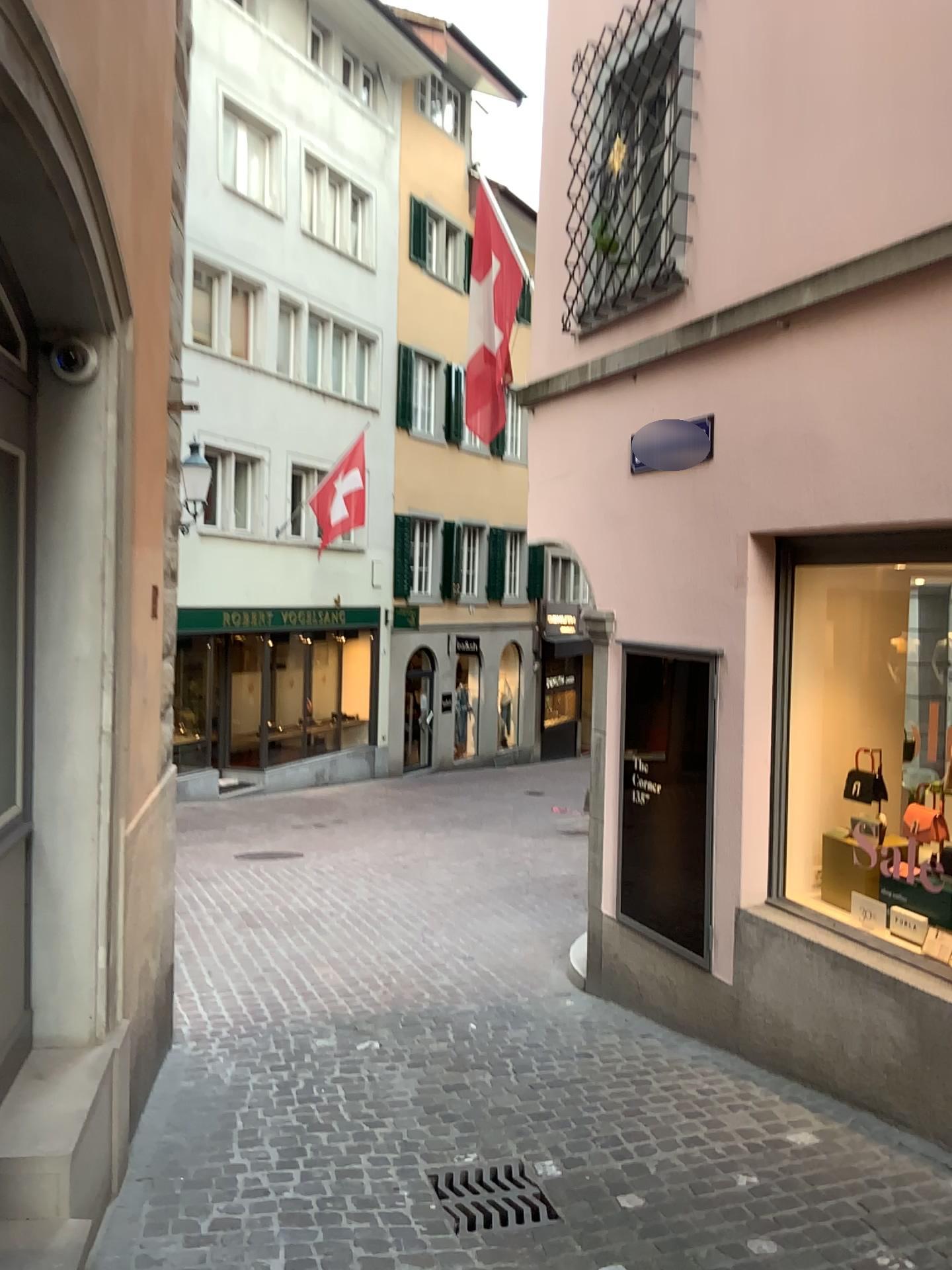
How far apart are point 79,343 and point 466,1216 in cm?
311

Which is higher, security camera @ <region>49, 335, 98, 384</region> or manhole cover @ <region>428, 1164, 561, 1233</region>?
security camera @ <region>49, 335, 98, 384</region>

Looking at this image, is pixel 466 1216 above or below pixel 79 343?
below

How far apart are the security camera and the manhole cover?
2.98m

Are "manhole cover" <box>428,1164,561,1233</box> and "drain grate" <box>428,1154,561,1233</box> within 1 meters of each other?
yes

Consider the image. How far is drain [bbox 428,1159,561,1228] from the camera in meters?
3.5

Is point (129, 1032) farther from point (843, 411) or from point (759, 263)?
point (759, 263)

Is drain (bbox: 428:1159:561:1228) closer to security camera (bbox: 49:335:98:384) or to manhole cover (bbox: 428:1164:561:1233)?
manhole cover (bbox: 428:1164:561:1233)

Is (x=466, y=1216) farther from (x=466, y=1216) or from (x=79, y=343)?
(x=79, y=343)

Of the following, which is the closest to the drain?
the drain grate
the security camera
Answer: the drain grate
